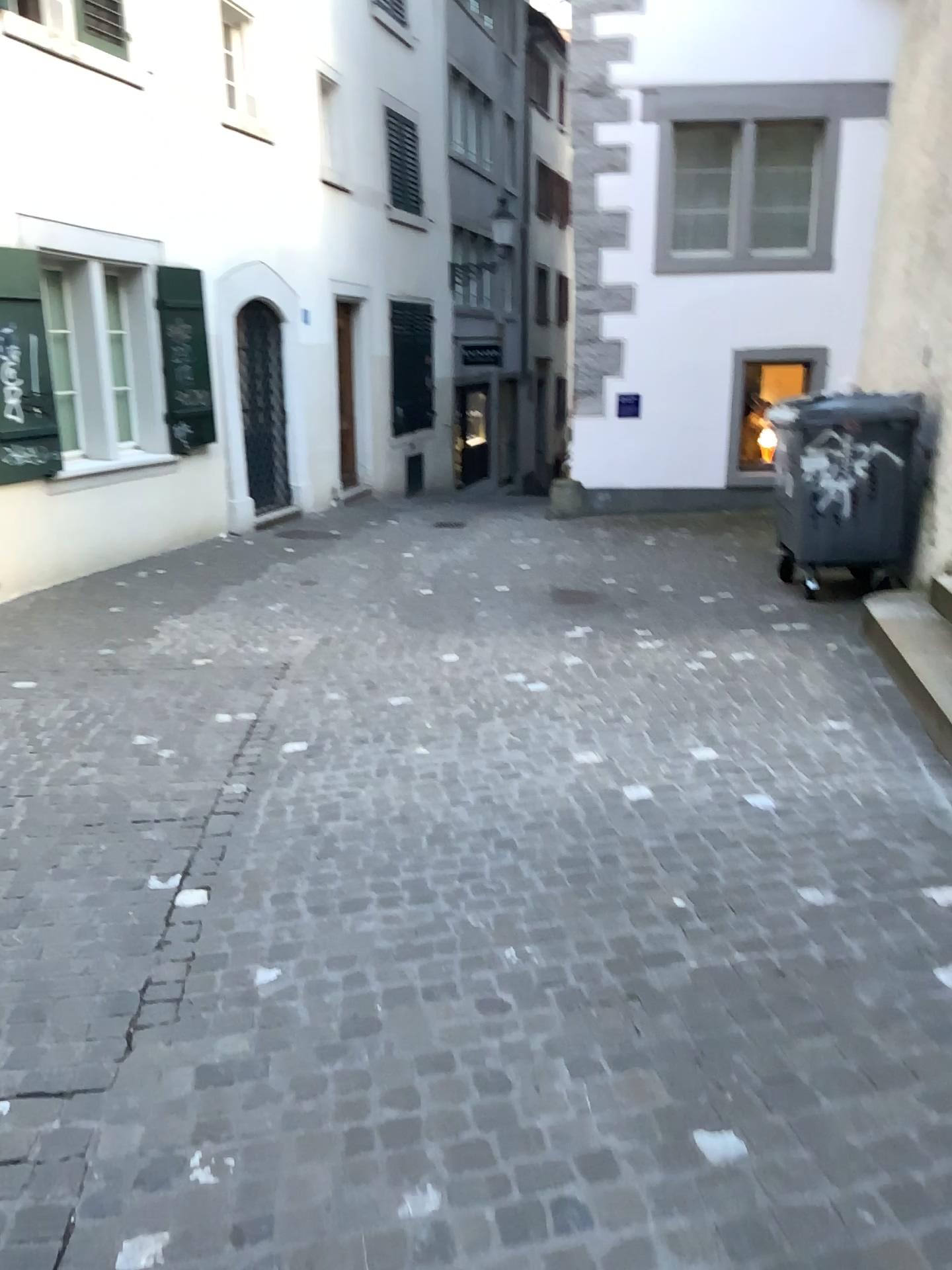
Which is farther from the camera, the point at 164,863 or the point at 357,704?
the point at 357,704
